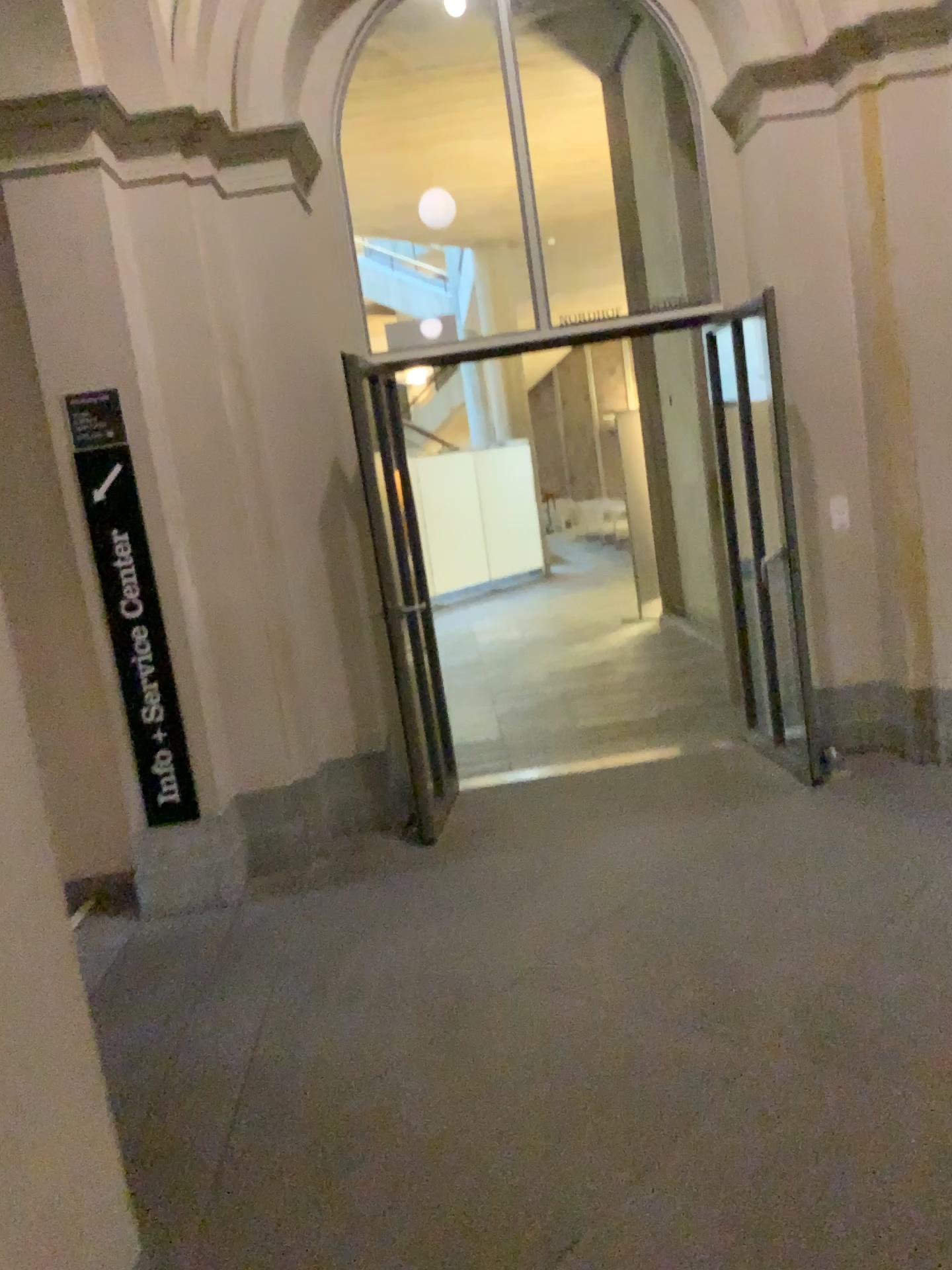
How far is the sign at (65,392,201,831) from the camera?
4.08m

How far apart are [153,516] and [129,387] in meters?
0.5 m

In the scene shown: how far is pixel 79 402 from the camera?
4.1m
